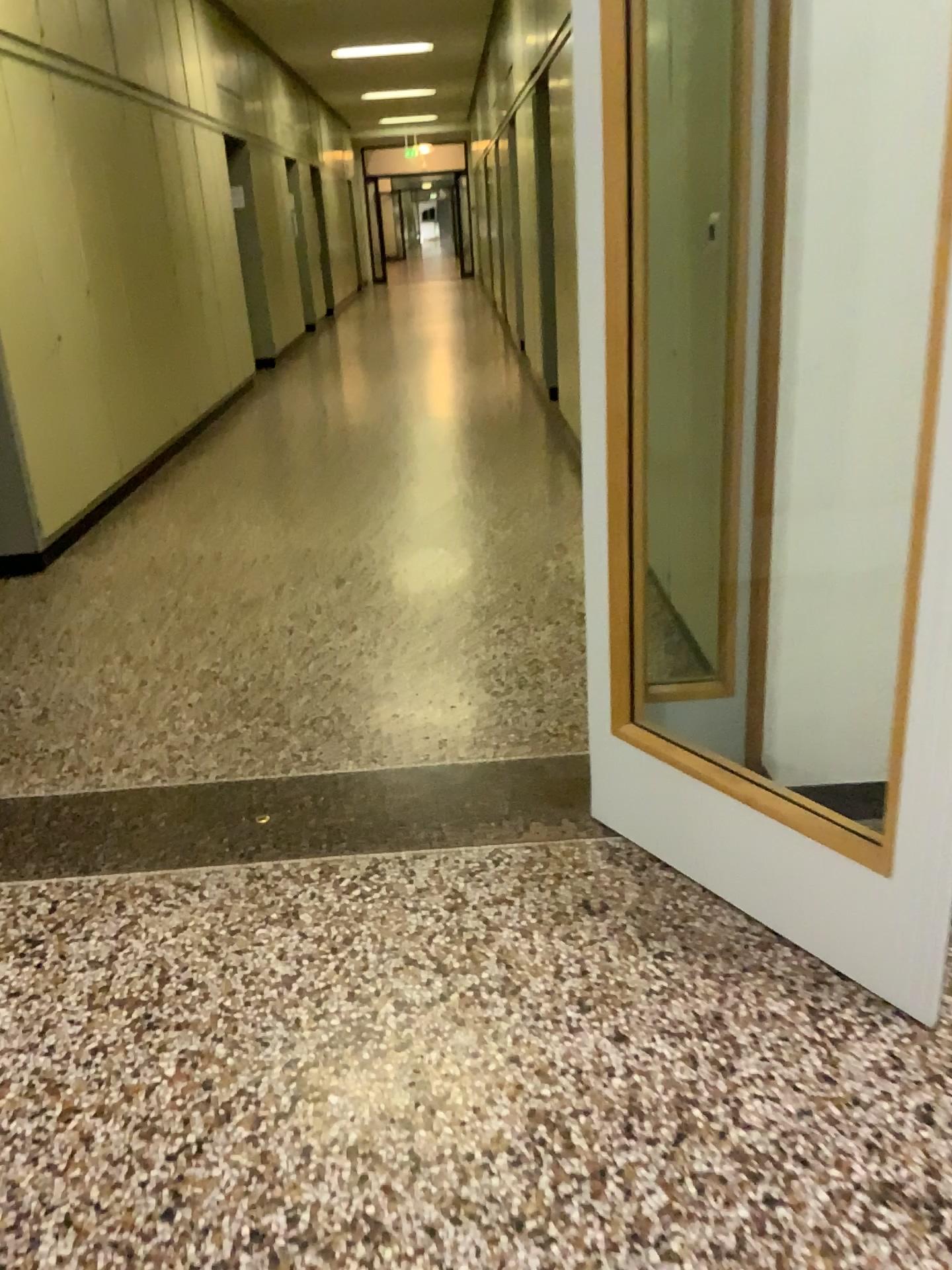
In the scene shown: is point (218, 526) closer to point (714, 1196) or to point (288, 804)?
point (288, 804)
